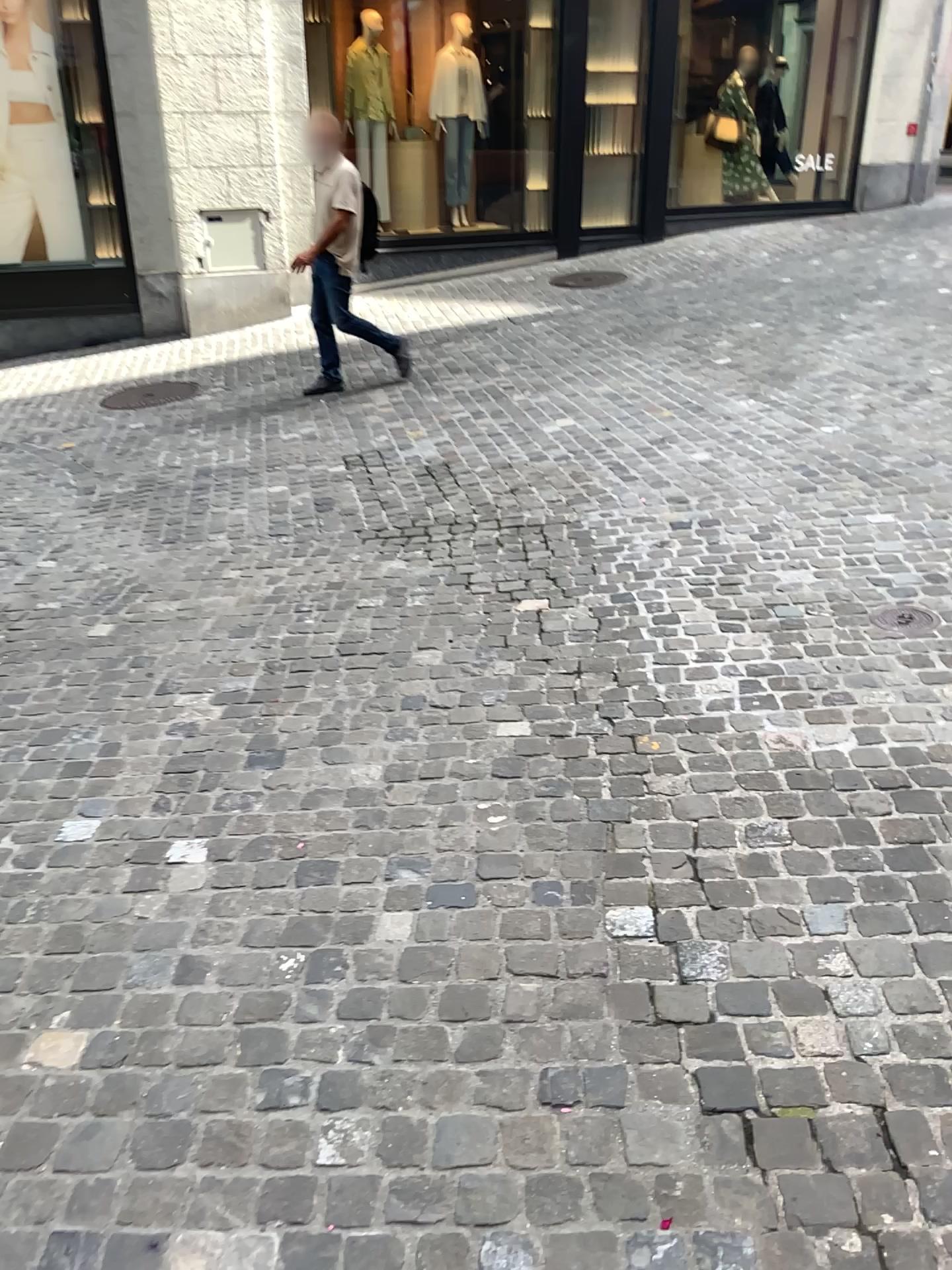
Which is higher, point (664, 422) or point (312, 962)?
point (664, 422)
